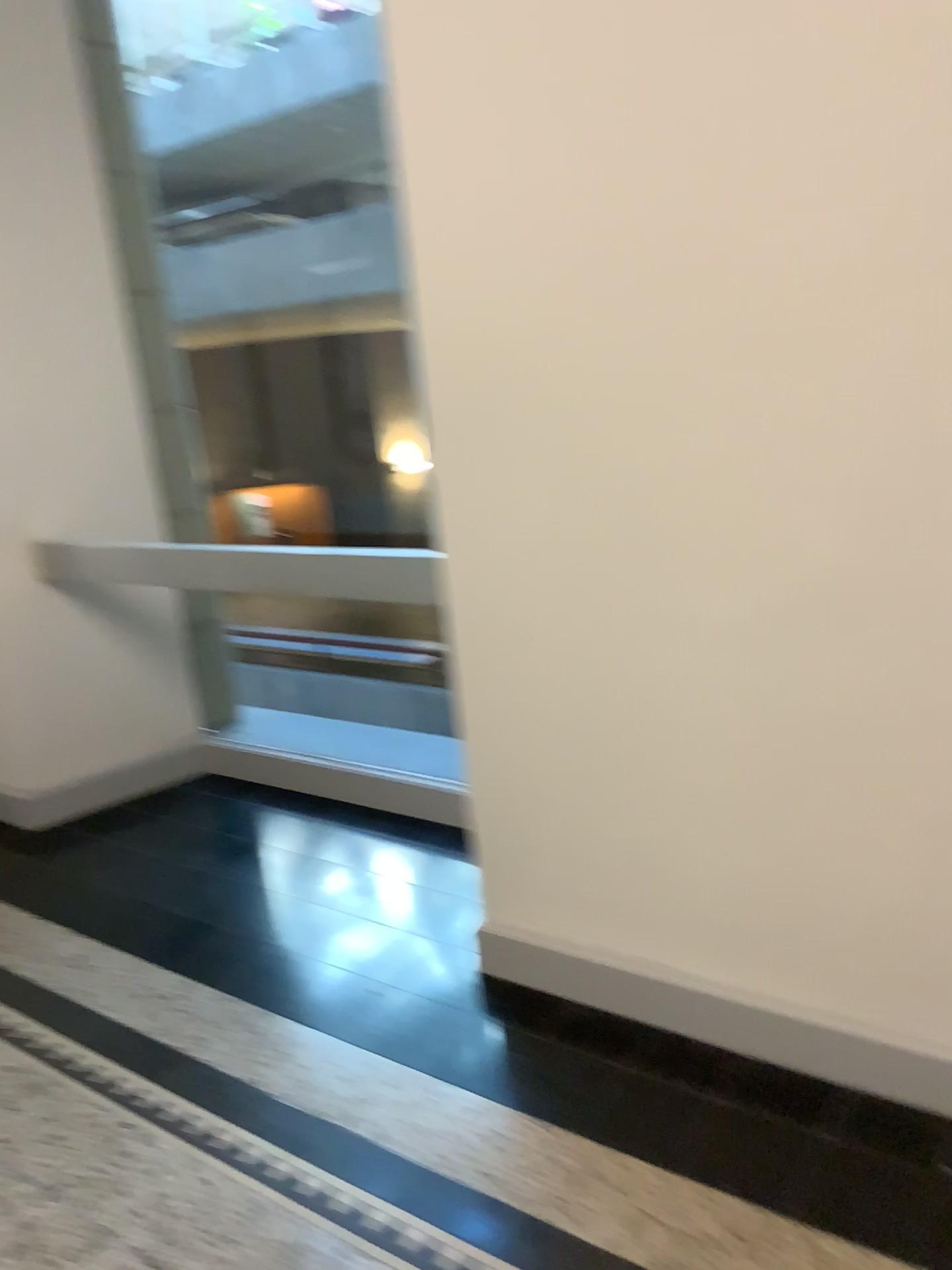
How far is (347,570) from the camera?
2.75m
